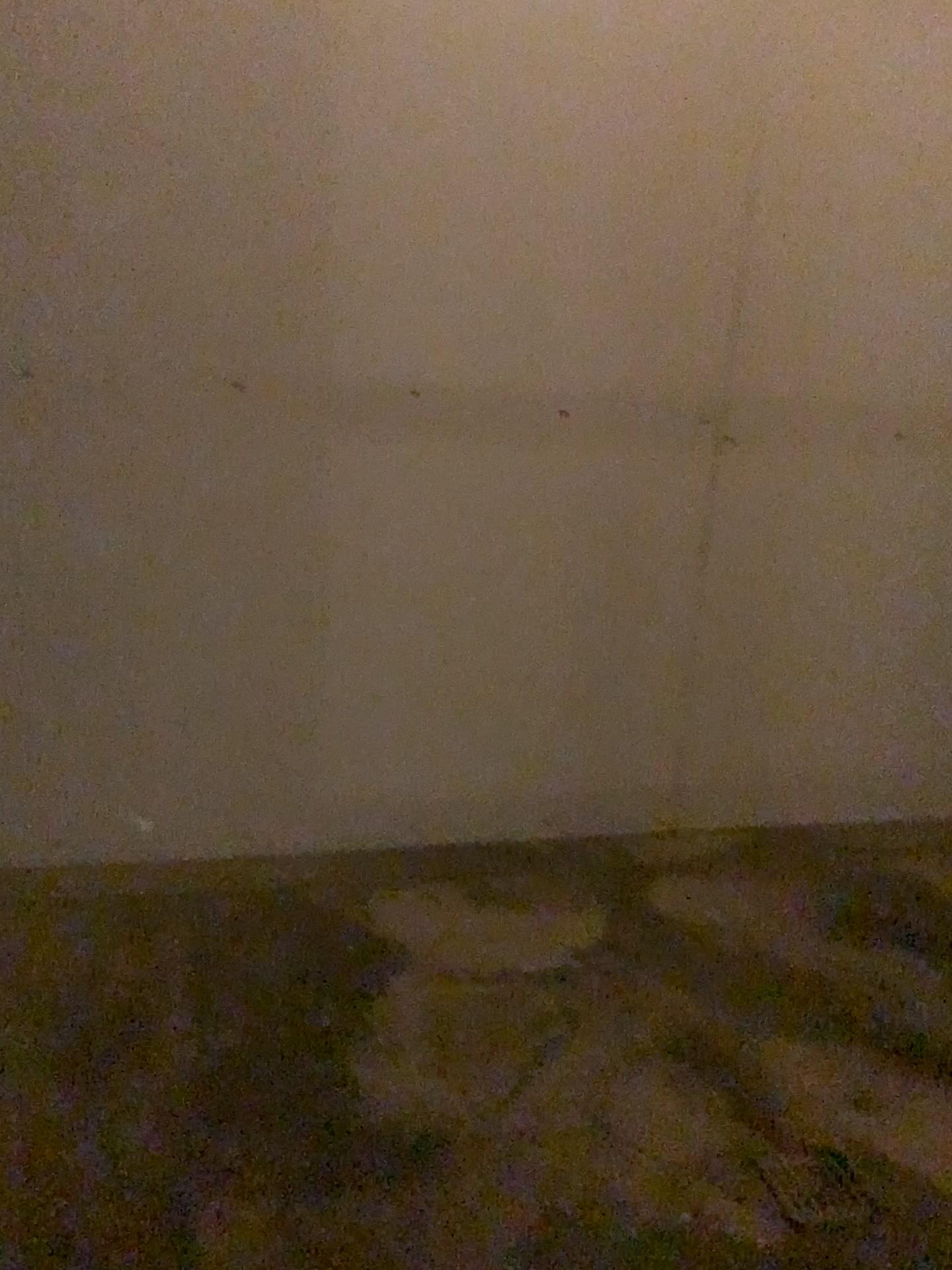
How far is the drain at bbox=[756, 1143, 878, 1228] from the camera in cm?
164

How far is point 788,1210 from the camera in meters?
1.6

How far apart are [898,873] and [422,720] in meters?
1.3 m
